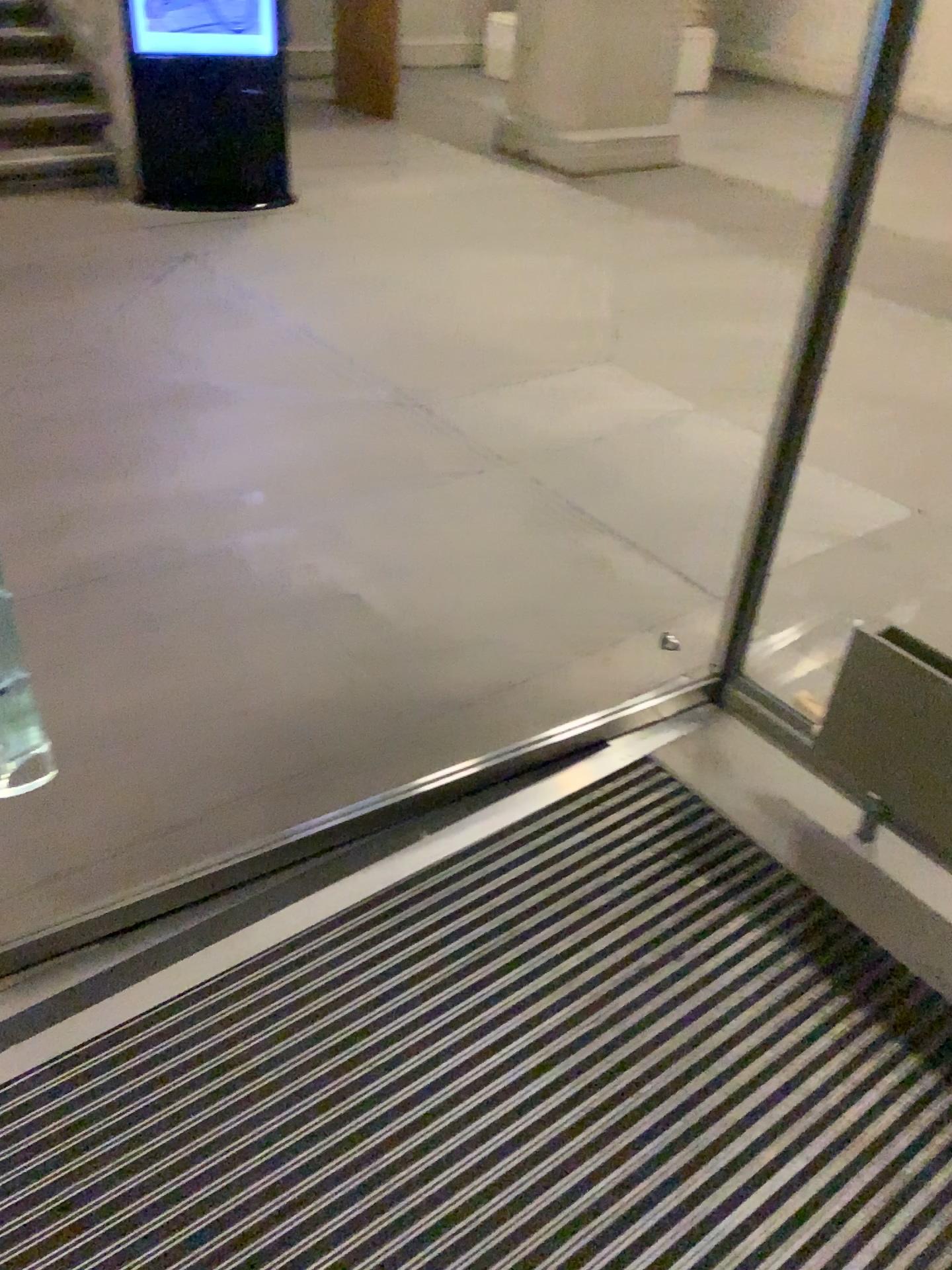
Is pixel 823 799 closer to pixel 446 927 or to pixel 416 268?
pixel 446 927
